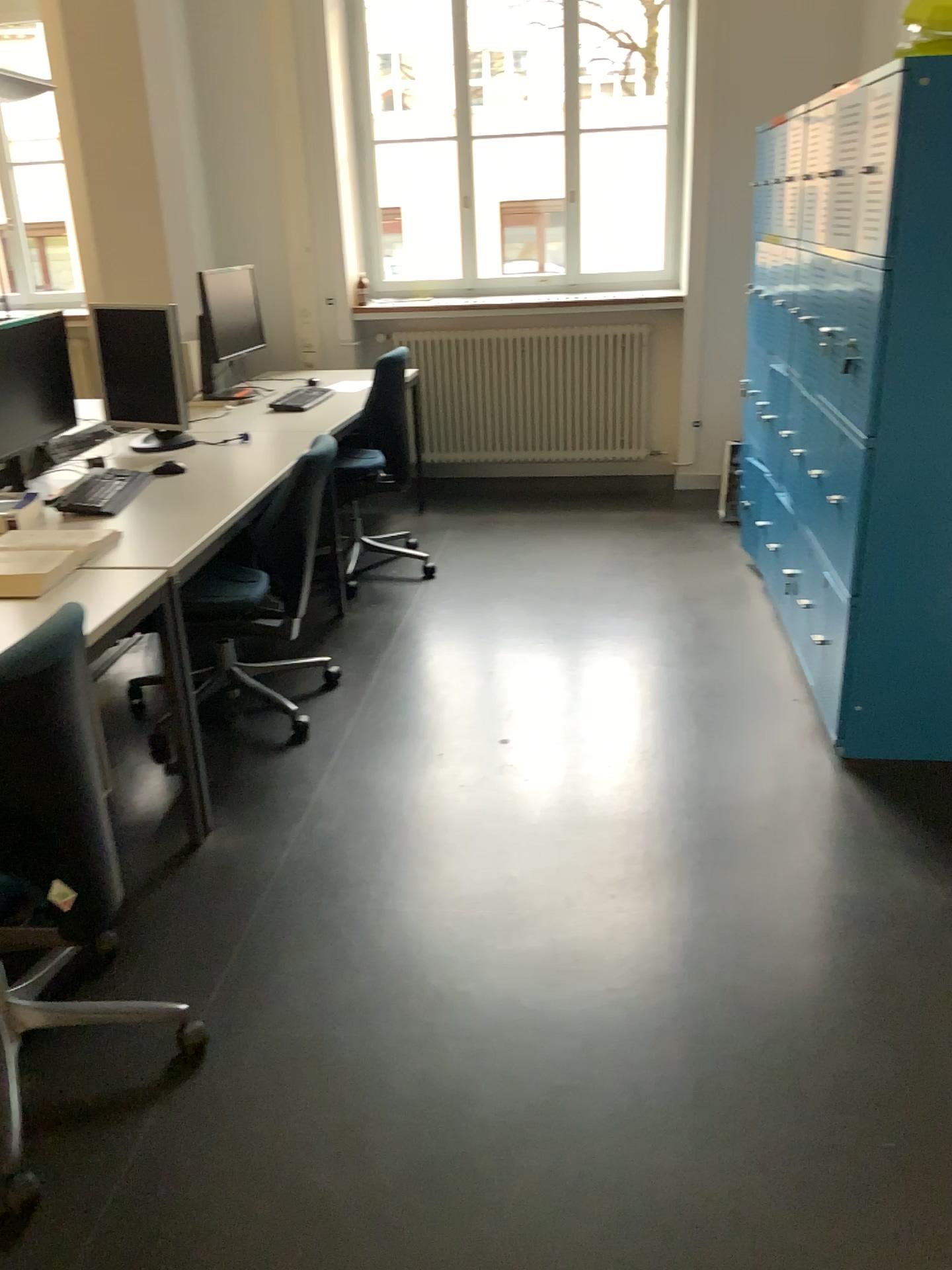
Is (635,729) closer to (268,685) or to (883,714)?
(883,714)

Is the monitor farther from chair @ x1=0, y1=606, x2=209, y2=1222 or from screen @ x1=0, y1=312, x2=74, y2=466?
chair @ x1=0, y1=606, x2=209, y2=1222

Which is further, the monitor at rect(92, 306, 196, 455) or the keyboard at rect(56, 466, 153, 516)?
the monitor at rect(92, 306, 196, 455)

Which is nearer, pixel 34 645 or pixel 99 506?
pixel 34 645

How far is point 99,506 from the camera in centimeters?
298cm

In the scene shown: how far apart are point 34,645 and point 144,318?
2.3 meters

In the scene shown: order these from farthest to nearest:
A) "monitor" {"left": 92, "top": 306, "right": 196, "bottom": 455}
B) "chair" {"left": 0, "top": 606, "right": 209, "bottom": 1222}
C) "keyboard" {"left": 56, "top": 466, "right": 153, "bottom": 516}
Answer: "monitor" {"left": 92, "top": 306, "right": 196, "bottom": 455}
"keyboard" {"left": 56, "top": 466, "right": 153, "bottom": 516}
"chair" {"left": 0, "top": 606, "right": 209, "bottom": 1222}

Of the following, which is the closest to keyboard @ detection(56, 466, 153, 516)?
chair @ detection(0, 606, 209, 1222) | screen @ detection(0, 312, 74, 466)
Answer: screen @ detection(0, 312, 74, 466)

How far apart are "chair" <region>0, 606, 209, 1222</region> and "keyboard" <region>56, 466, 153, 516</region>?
1.3m

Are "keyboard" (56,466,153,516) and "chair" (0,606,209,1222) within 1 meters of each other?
no
